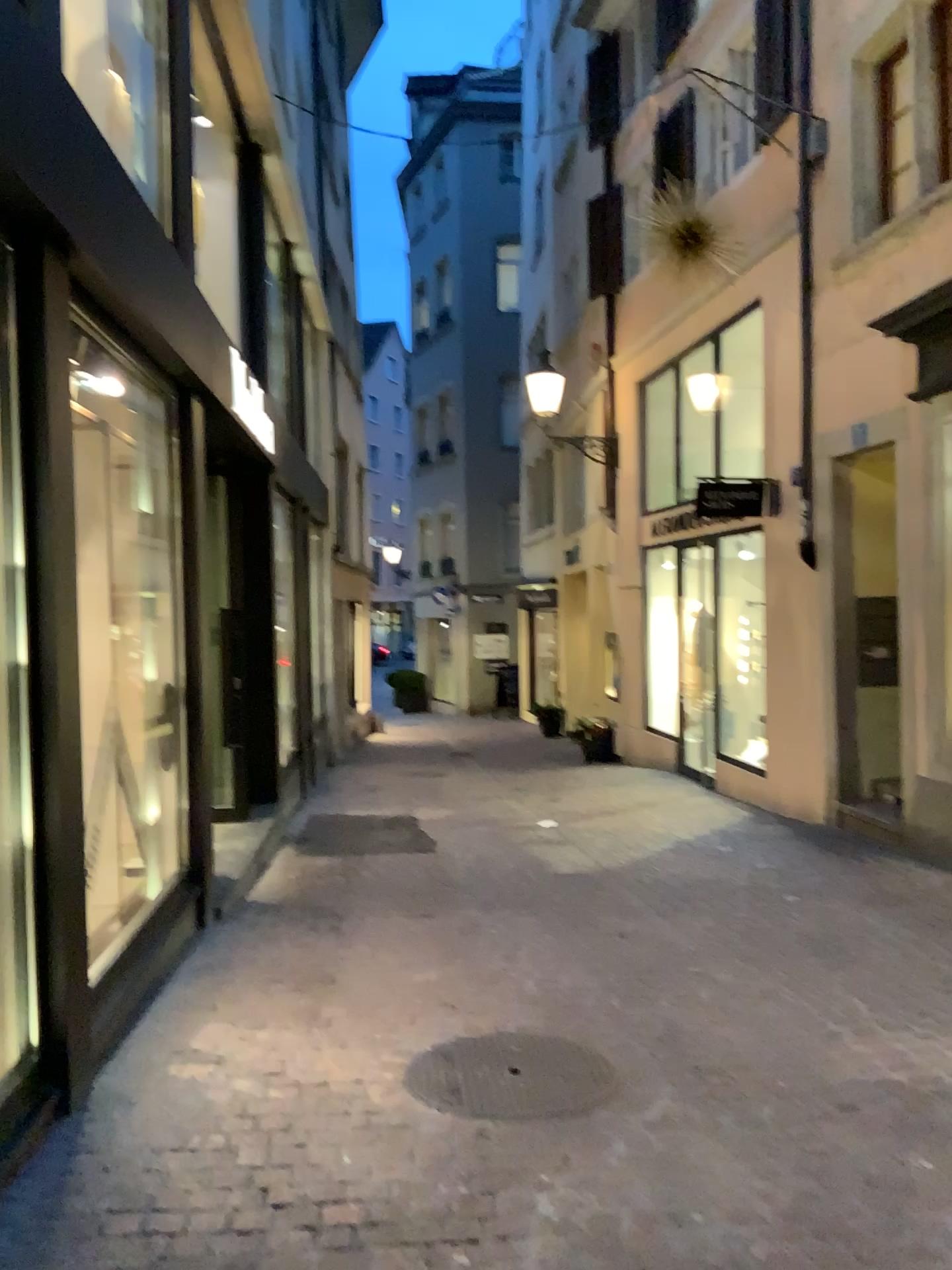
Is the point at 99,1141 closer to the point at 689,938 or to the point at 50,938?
the point at 50,938
